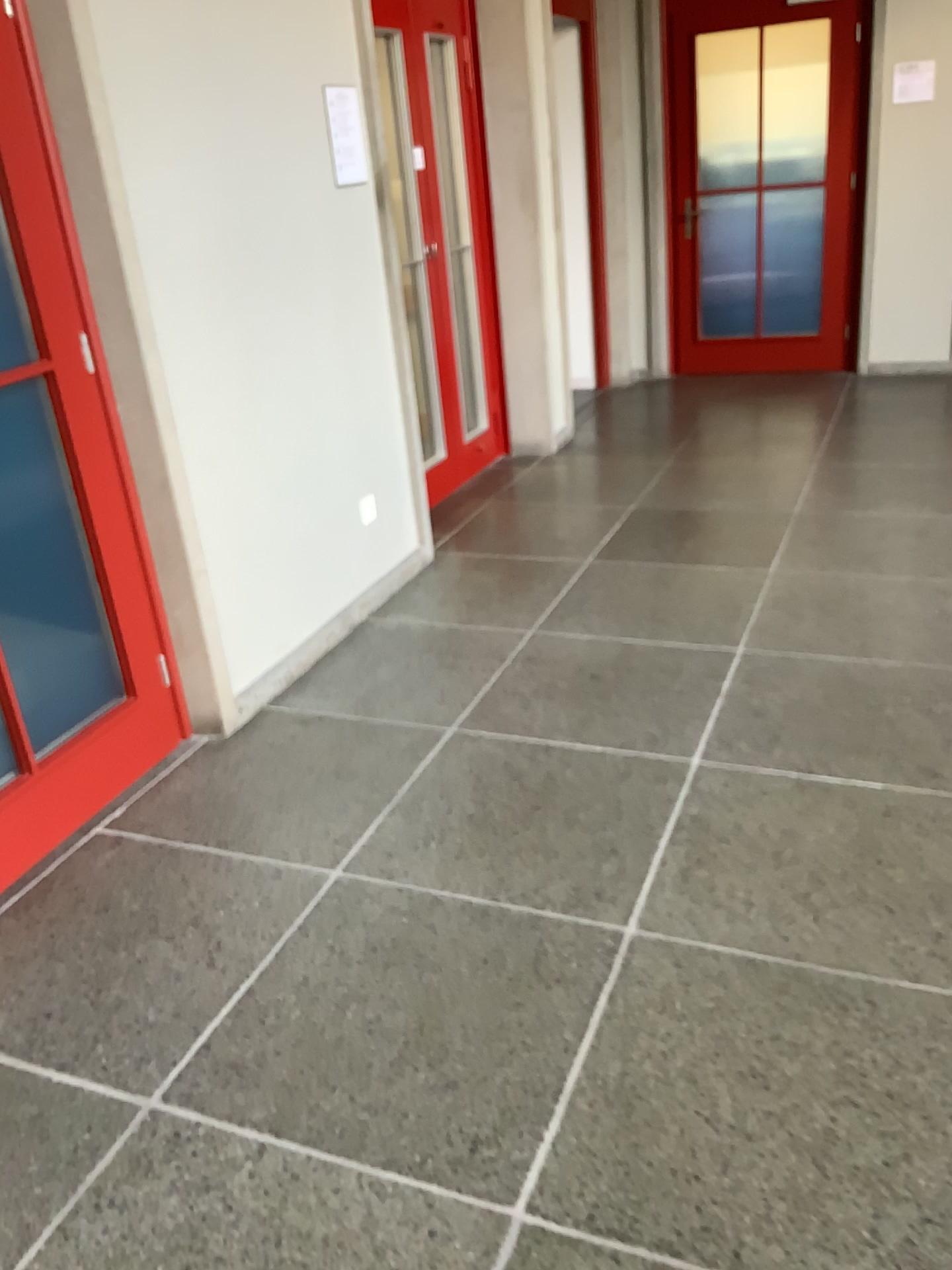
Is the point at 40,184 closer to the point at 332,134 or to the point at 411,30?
the point at 332,134

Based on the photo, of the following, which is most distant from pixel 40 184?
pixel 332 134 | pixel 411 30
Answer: pixel 411 30

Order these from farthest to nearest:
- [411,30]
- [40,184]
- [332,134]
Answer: [411,30], [332,134], [40,184]

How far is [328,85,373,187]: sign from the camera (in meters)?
3.48

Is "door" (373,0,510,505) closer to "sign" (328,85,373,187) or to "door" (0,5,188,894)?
"sign" (328,85,373,187)

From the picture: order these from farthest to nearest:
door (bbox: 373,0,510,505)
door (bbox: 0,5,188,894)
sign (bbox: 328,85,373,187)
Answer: → door (bbox: 373,0,510,505) → sign (bbox: 328,85,373,187) → door (bbox: 0,5,188,894)

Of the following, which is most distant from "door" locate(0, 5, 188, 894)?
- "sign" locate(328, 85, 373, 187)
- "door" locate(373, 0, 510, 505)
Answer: "door" locate(373, 0, 510, 505)

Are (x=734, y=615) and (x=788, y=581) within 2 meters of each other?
yes

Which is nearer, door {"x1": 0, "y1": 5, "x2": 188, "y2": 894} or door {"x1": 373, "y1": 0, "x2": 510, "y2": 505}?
door {"x1": 0, "y1": 5, "x2": 188, "y2": 894}
